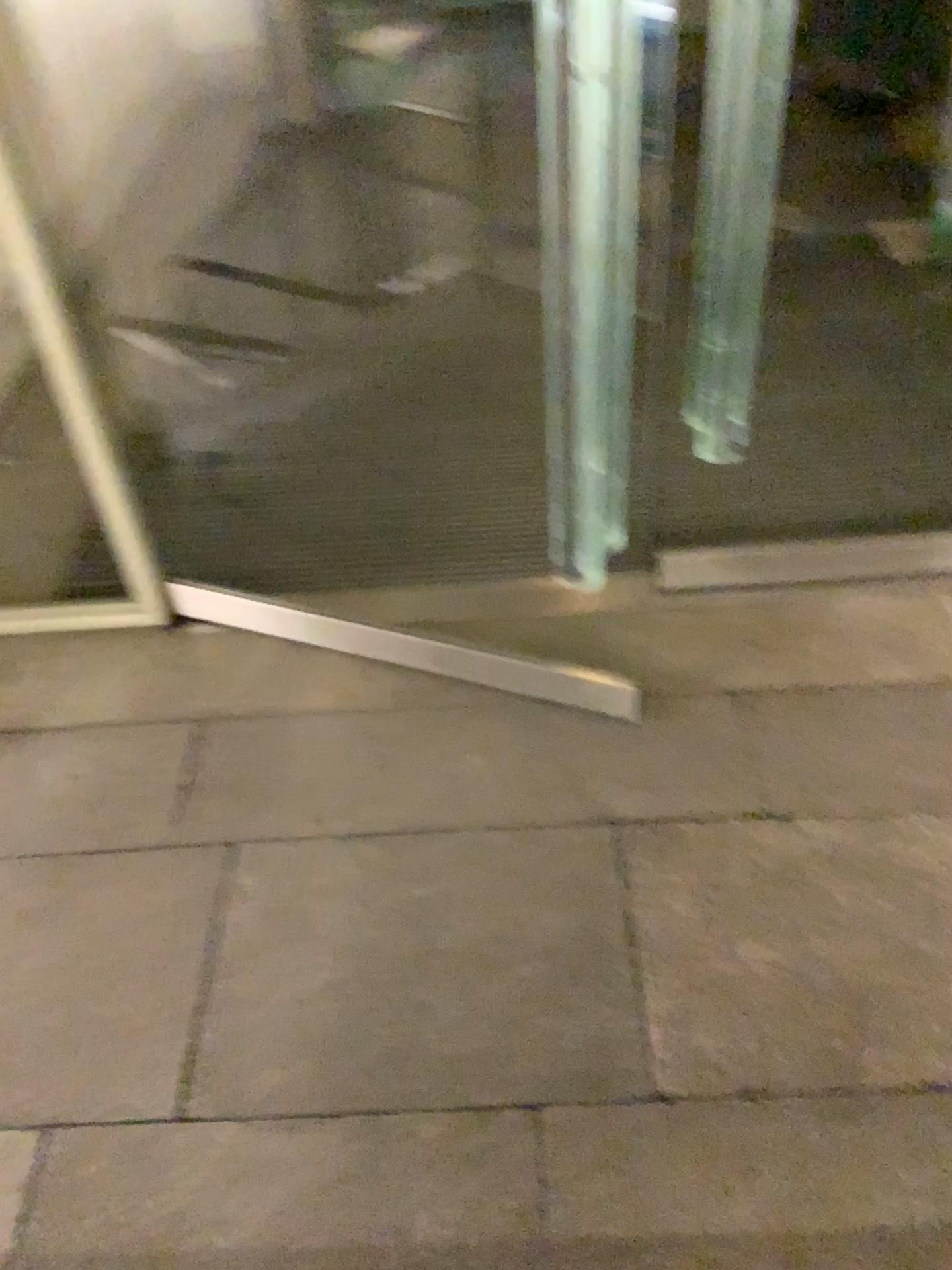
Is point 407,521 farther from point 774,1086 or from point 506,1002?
point 774,1086
